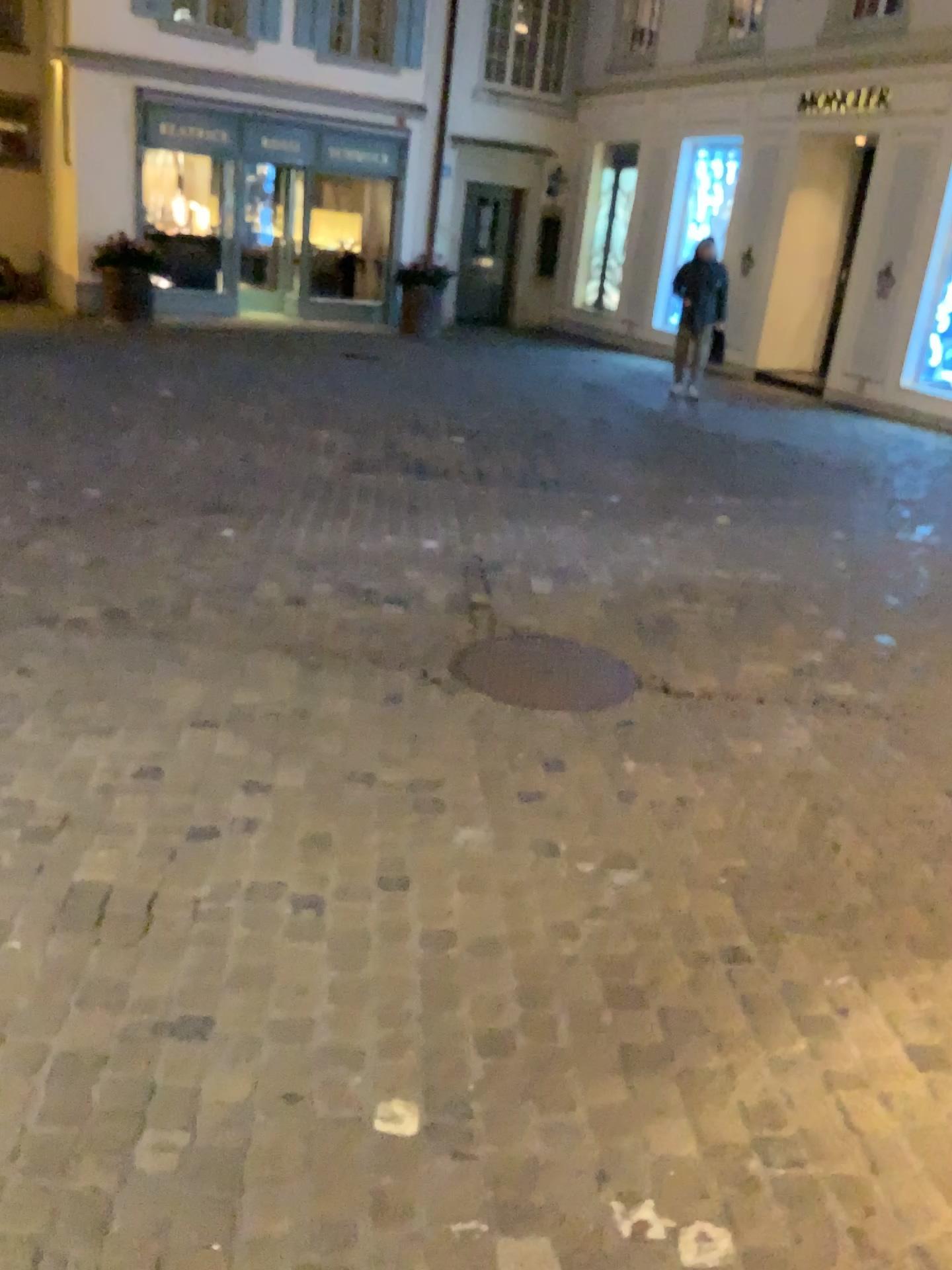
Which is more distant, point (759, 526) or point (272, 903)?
point (759, 526)
